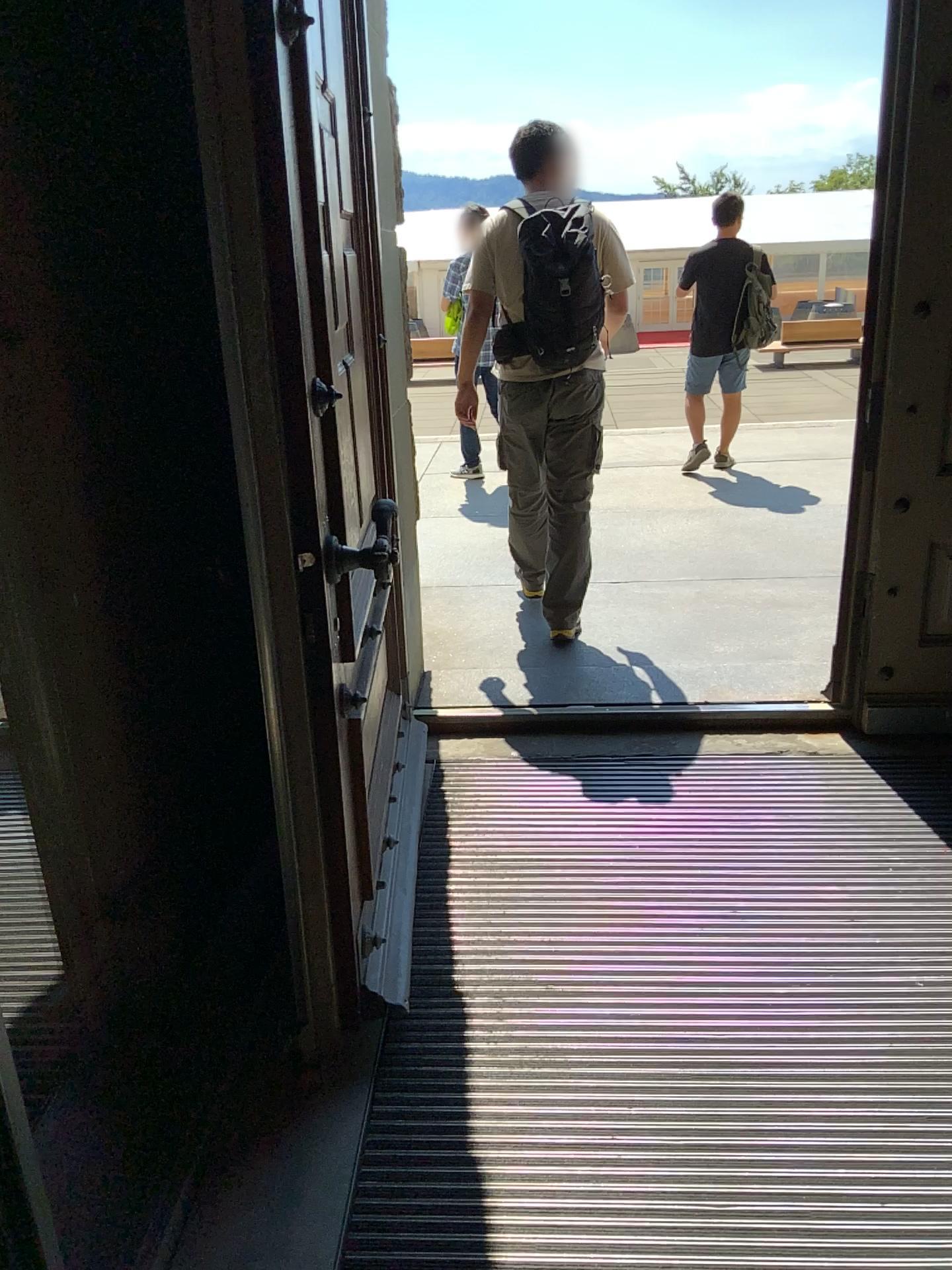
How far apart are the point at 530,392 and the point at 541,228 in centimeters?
57cm

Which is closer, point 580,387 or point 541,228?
point 541,228

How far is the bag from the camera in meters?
3.5

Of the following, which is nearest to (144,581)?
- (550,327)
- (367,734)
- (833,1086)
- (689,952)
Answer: (367,734)

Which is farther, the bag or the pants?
the pants

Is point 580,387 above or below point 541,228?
below

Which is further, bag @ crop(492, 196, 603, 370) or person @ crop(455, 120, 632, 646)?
person @ crop(455, 120, 632, 646)

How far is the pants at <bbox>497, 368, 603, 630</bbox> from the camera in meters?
3.8 m
